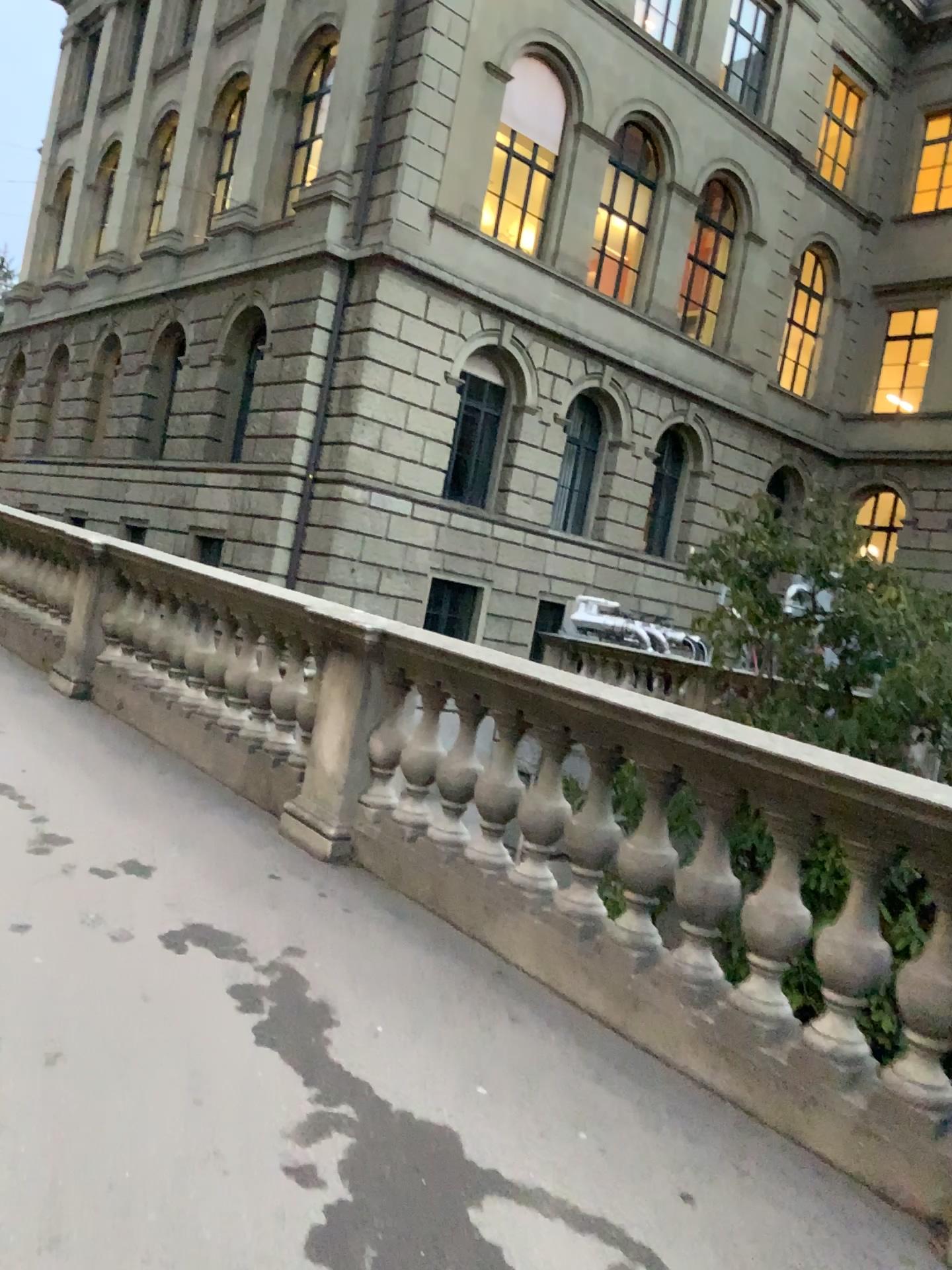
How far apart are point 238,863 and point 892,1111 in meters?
2.6 m
